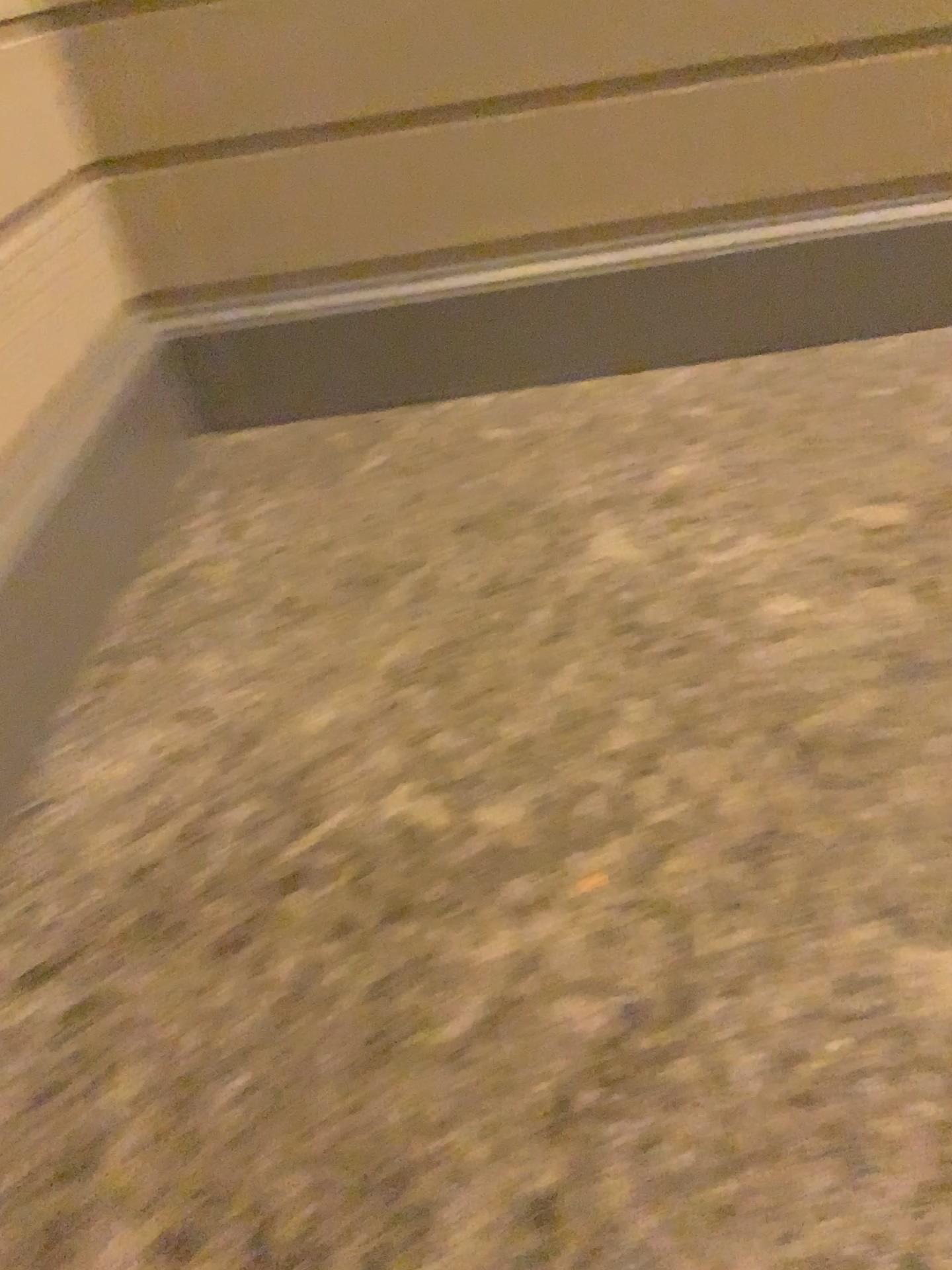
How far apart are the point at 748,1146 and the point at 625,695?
0.69m
